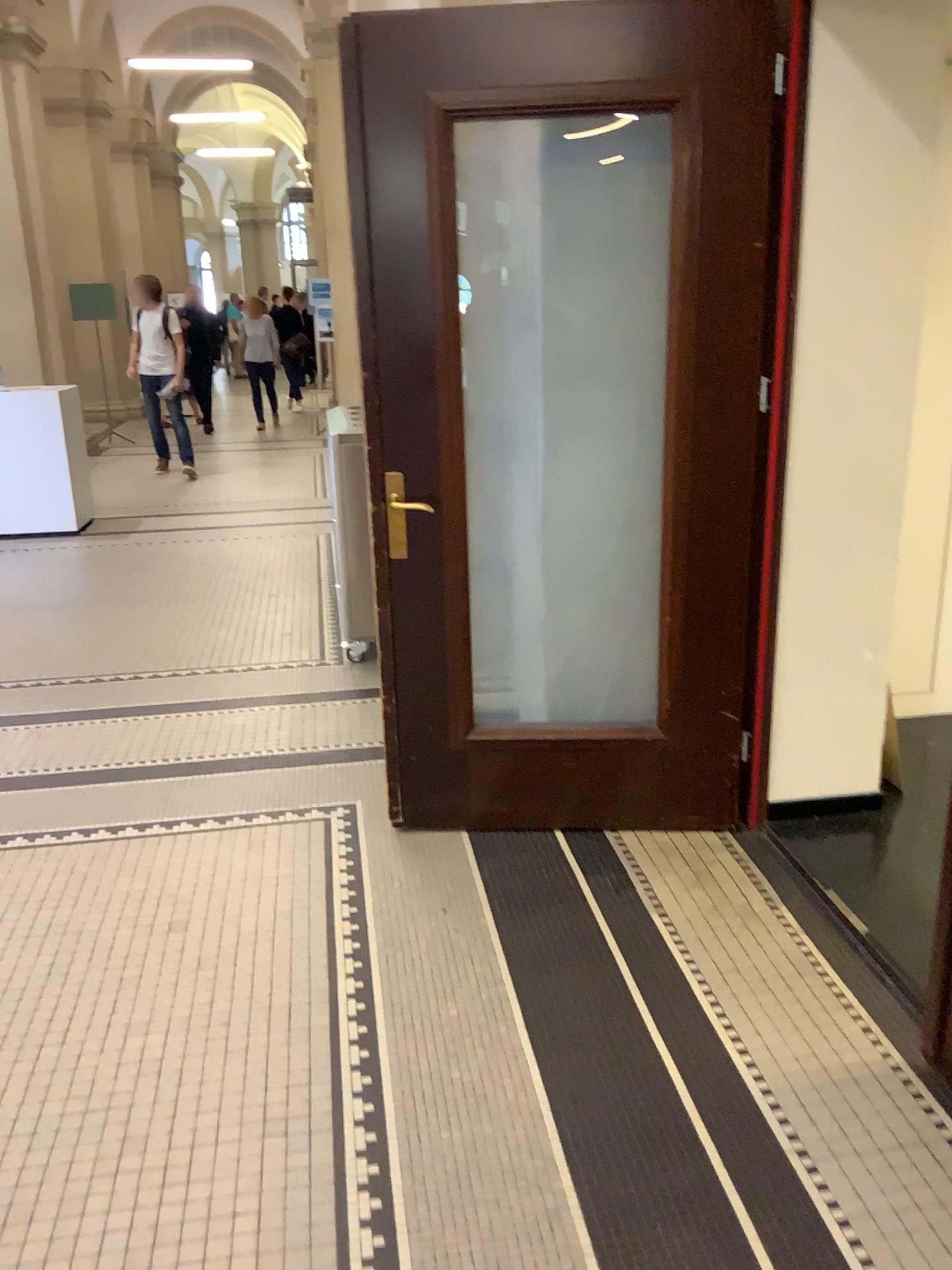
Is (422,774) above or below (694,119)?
below
